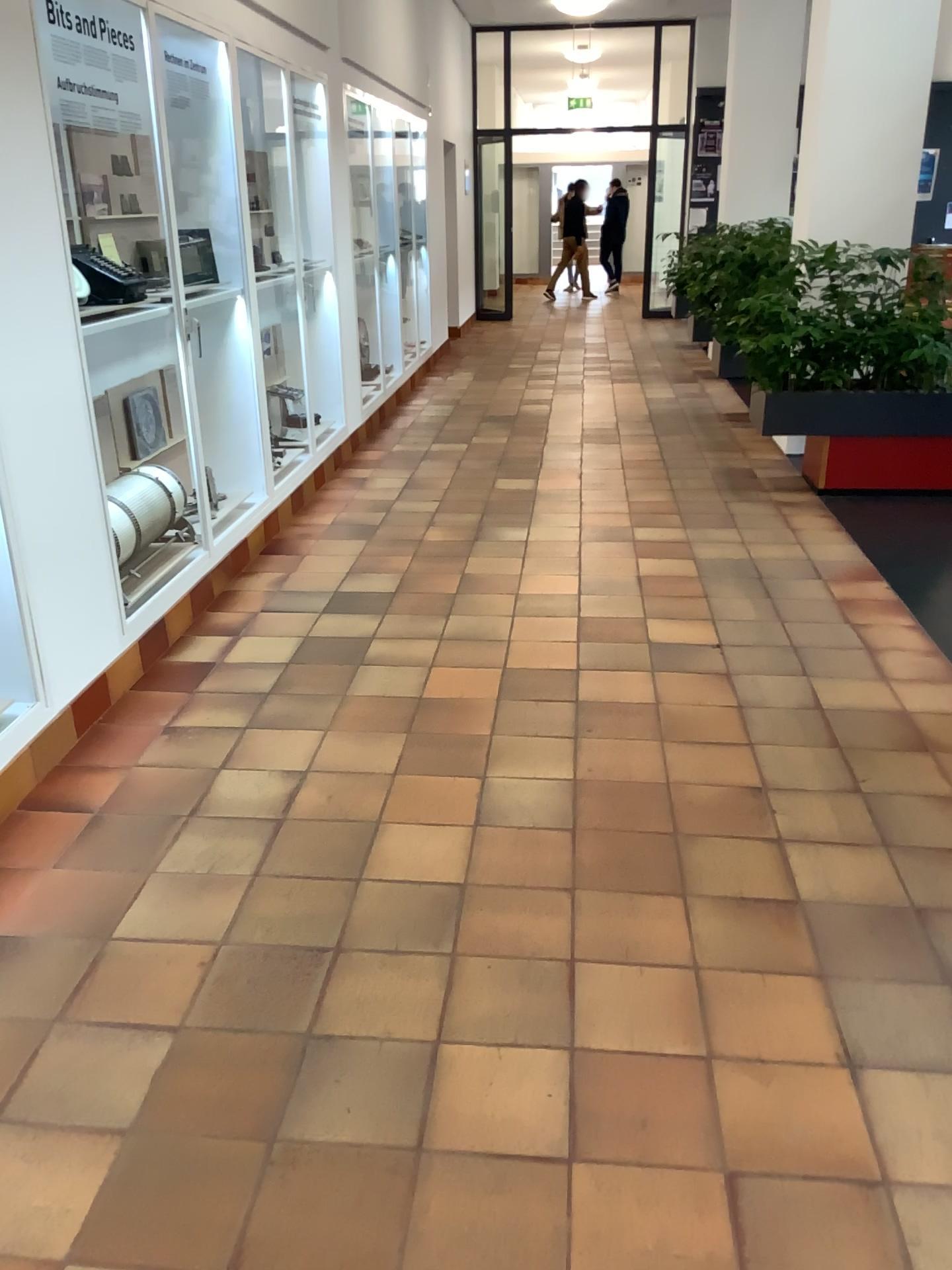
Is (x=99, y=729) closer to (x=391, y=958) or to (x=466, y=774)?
(x=466, y=774)
